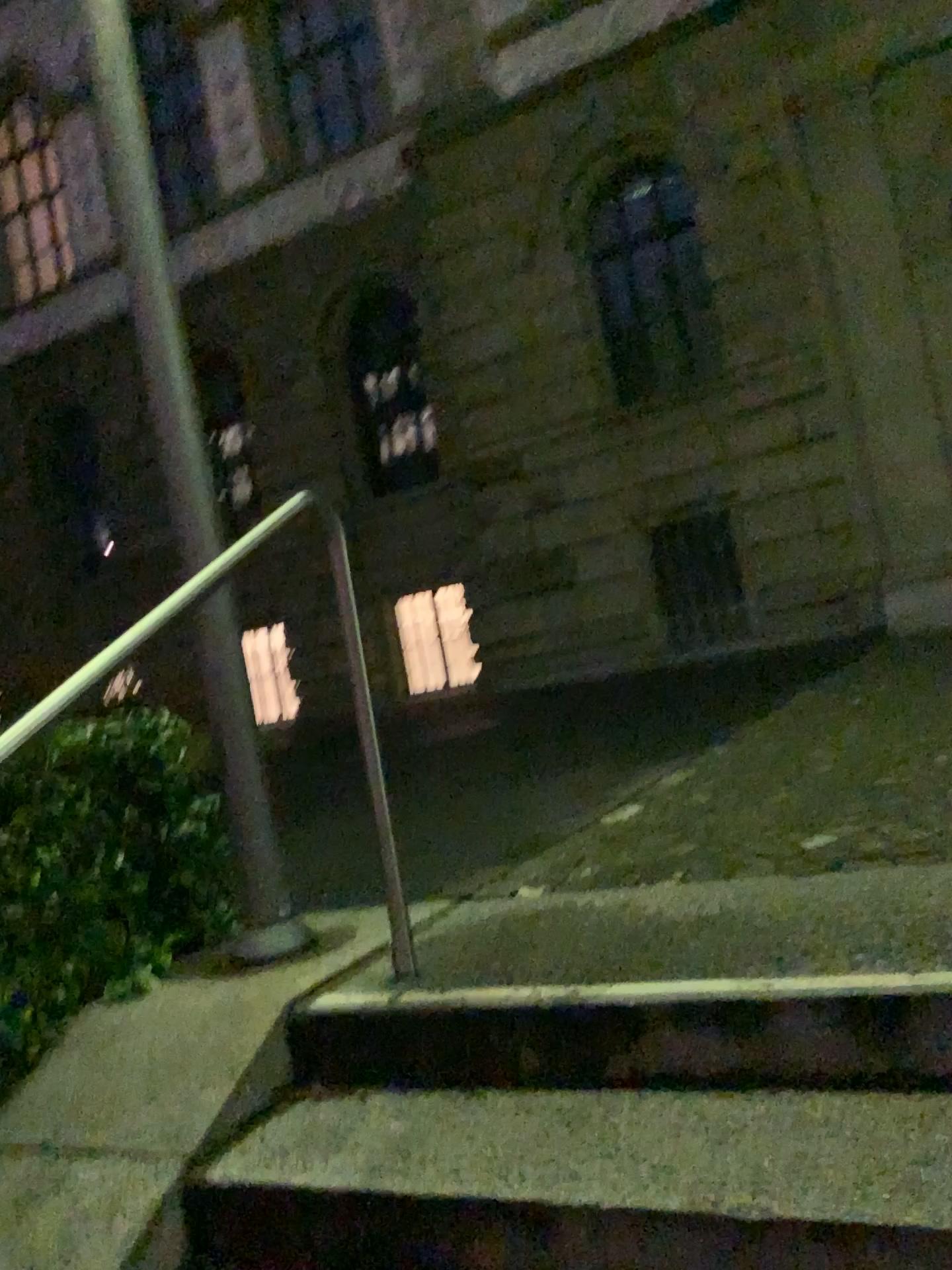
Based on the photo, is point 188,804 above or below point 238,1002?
above
